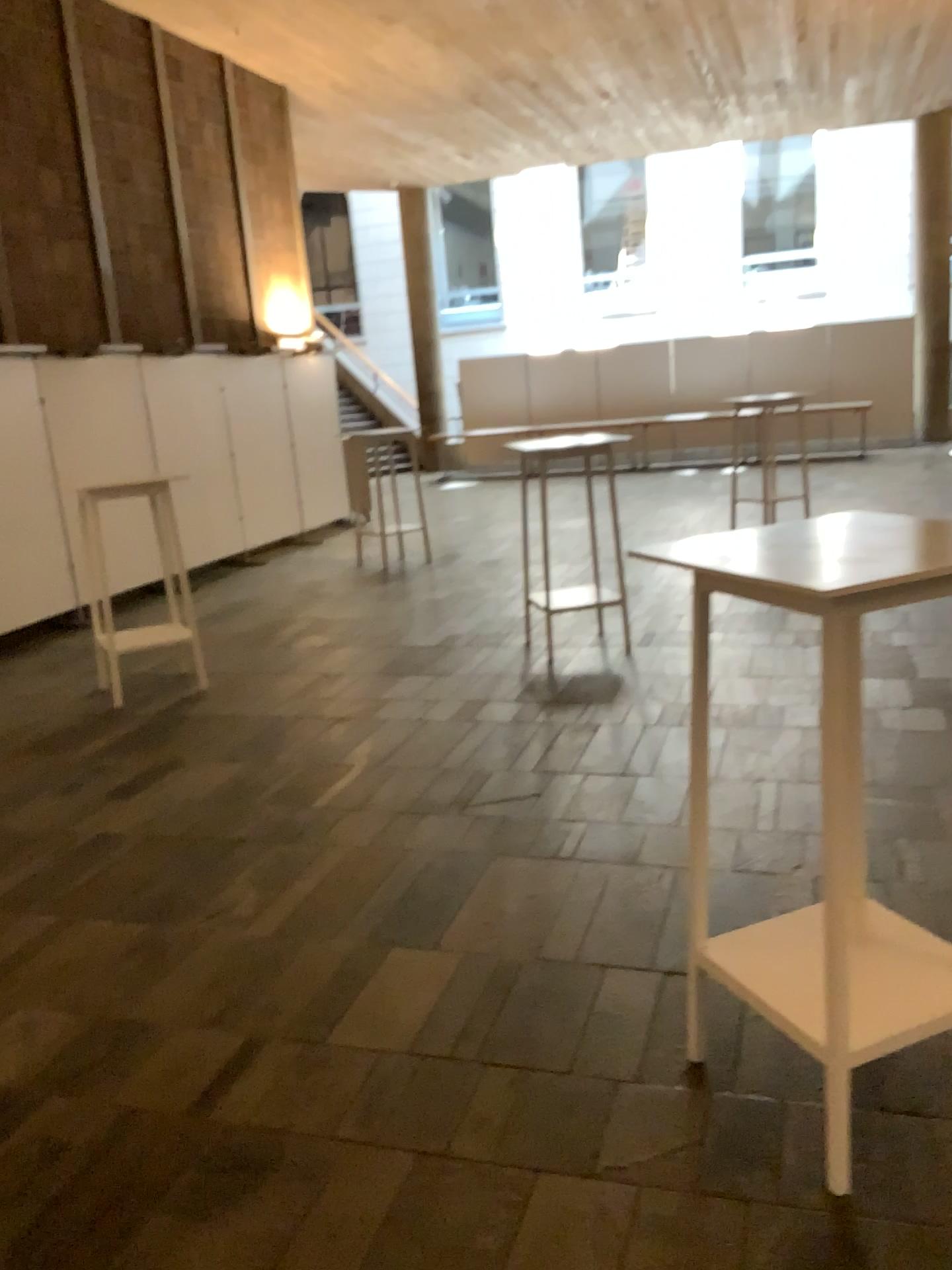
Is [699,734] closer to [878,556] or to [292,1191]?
[878,556]

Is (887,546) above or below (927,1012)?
above
